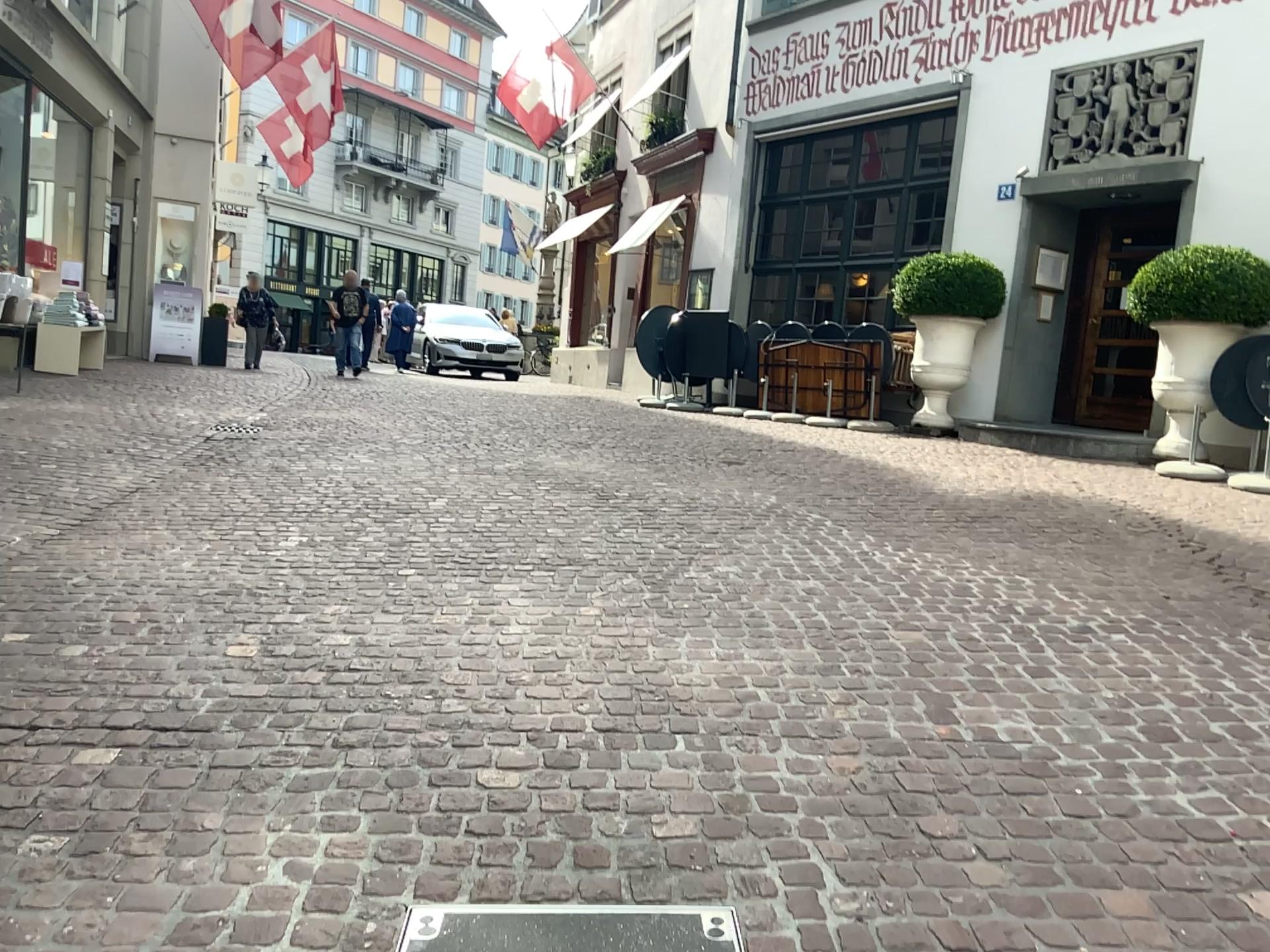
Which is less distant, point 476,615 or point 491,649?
point 491,649
